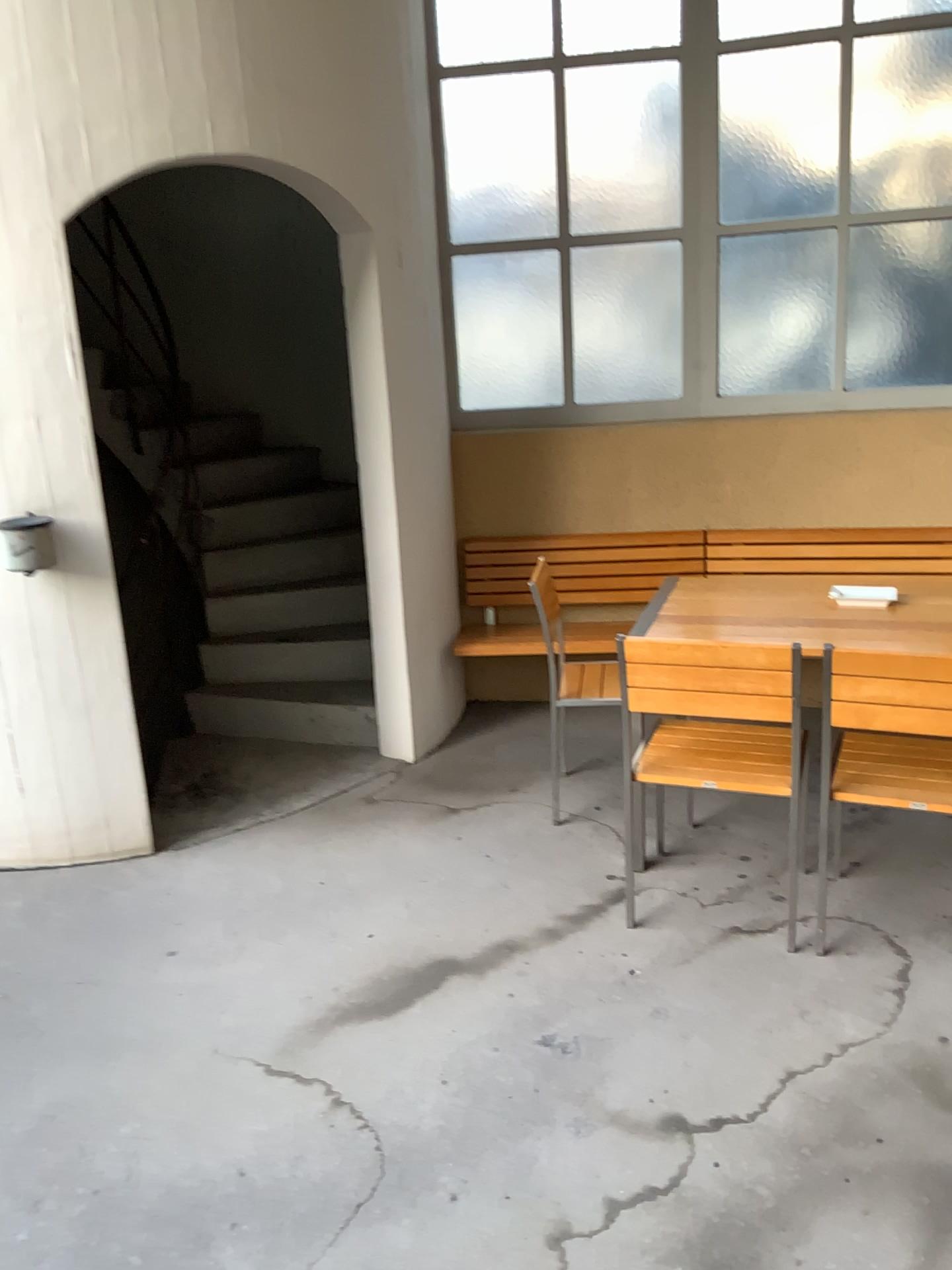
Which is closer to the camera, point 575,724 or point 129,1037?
point 129,1037

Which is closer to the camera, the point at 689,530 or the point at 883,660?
the point at 883,660

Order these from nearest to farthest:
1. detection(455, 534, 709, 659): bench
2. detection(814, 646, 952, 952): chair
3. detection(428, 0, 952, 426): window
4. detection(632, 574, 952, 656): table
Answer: detection(814, 646, 952, 952): chair < detection(632, 574, 952, 656): table < detection(428, 0, 952, 426): window < detection(455, 534, 709, 659): bench

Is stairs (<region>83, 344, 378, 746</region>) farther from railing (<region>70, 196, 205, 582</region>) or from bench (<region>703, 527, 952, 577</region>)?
bench (<region>703, 527, 952, 577</region>)

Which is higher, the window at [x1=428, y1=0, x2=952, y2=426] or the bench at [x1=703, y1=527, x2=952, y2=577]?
the window at [x1=428, y1=0, x2=952, y2=426]

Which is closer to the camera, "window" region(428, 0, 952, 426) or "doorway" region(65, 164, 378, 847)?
"window" region(428, 0, 952, 426)

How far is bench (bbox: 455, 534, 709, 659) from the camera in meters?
4.5

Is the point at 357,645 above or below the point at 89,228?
below

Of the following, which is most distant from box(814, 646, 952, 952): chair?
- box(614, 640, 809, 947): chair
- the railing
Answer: the railing

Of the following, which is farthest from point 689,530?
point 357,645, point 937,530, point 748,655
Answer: point 748,655
